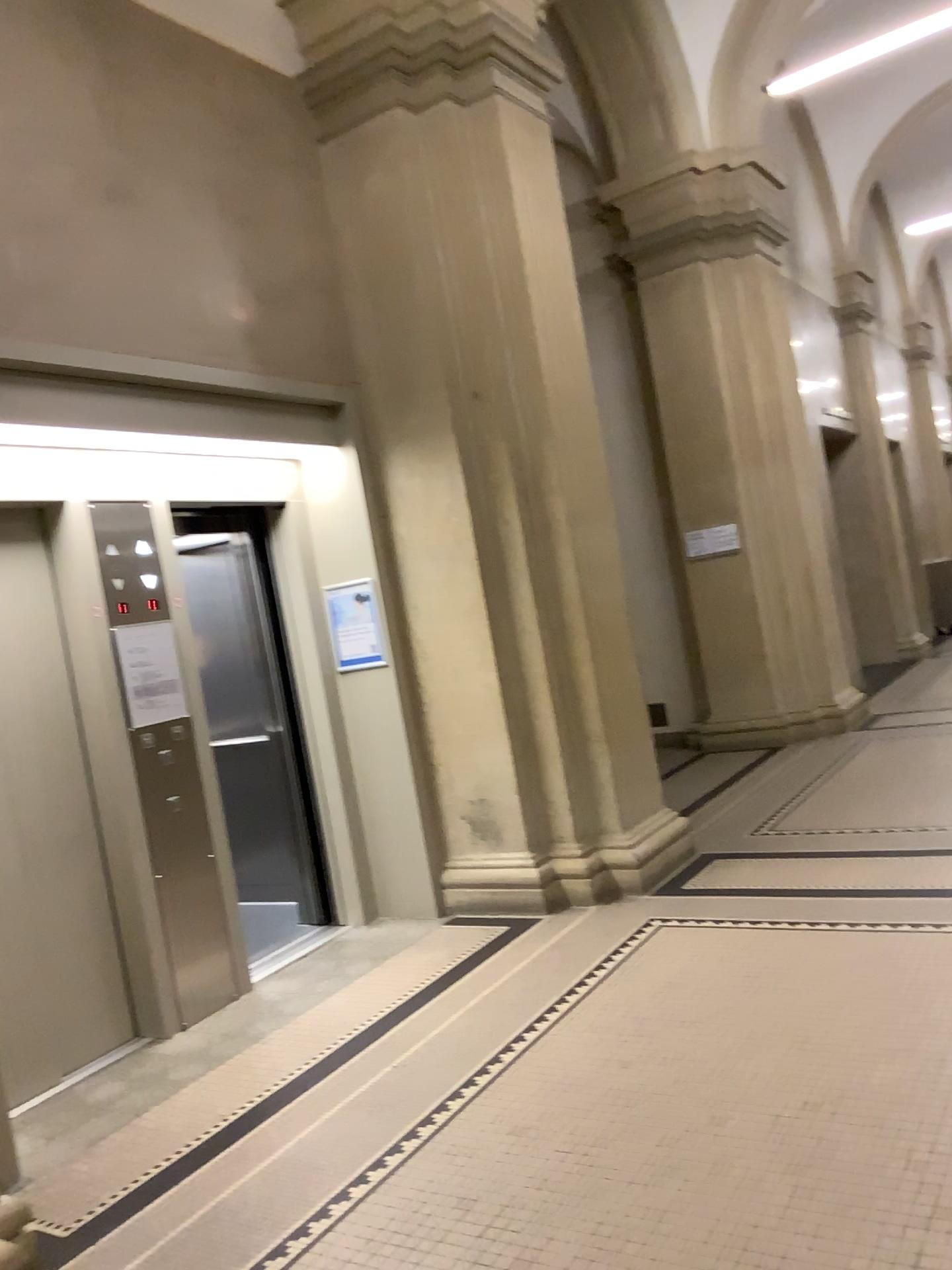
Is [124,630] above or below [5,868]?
above

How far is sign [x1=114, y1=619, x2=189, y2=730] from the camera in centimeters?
434cm

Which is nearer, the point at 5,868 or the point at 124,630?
the point at 5,868

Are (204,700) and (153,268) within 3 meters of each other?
yes

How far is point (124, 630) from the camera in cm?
434

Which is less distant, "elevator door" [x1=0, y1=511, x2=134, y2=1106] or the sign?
"elevator door" [x1=0, y1=511, x2=134, y2=1106]
